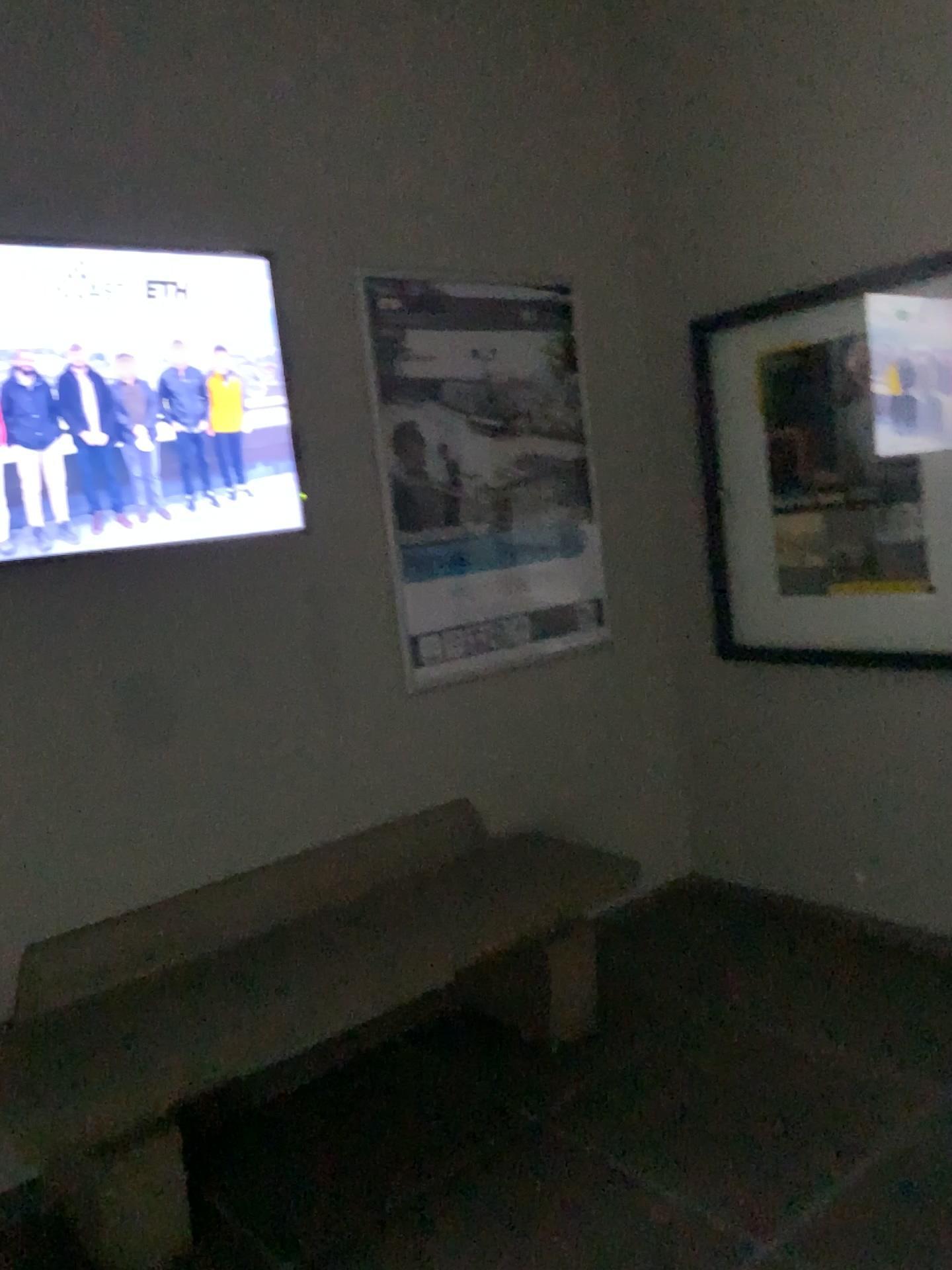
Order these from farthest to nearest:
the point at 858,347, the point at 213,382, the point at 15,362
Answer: the point at 858,347 < the point at 213,382 < the point at 15,362

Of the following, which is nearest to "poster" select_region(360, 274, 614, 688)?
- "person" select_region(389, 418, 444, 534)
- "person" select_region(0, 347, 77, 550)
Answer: "person" select_region(389, 418, 444, 534)

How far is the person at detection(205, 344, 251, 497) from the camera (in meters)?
2.67

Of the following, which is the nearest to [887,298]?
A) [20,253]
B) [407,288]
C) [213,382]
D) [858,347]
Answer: [858,347]

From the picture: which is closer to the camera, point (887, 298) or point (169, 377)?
point (169, 377)

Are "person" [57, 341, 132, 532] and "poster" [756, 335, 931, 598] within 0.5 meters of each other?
no

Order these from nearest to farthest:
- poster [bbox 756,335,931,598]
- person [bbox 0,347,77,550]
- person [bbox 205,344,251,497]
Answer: person [bbox 0,347,77,550] → person [bbox 205,344,251,497] → poster [bbox 756,335,931,598]

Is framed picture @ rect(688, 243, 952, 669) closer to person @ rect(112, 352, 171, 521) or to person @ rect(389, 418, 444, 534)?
person @ rect(389, 418, 444, 534)

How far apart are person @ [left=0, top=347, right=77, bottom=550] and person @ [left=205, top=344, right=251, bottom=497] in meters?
0.4

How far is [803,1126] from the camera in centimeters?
240cm
